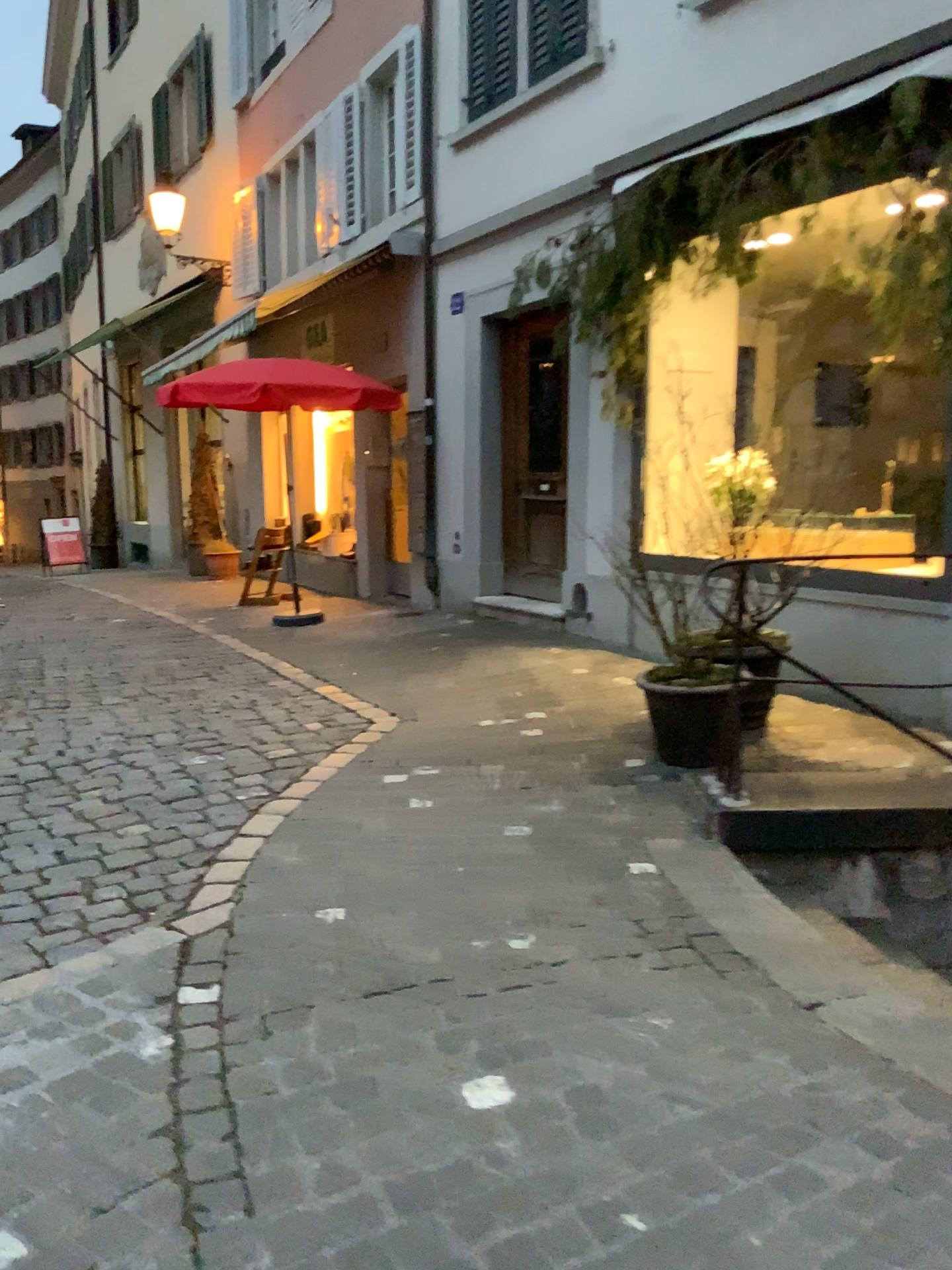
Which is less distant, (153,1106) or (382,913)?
(153,1106)
